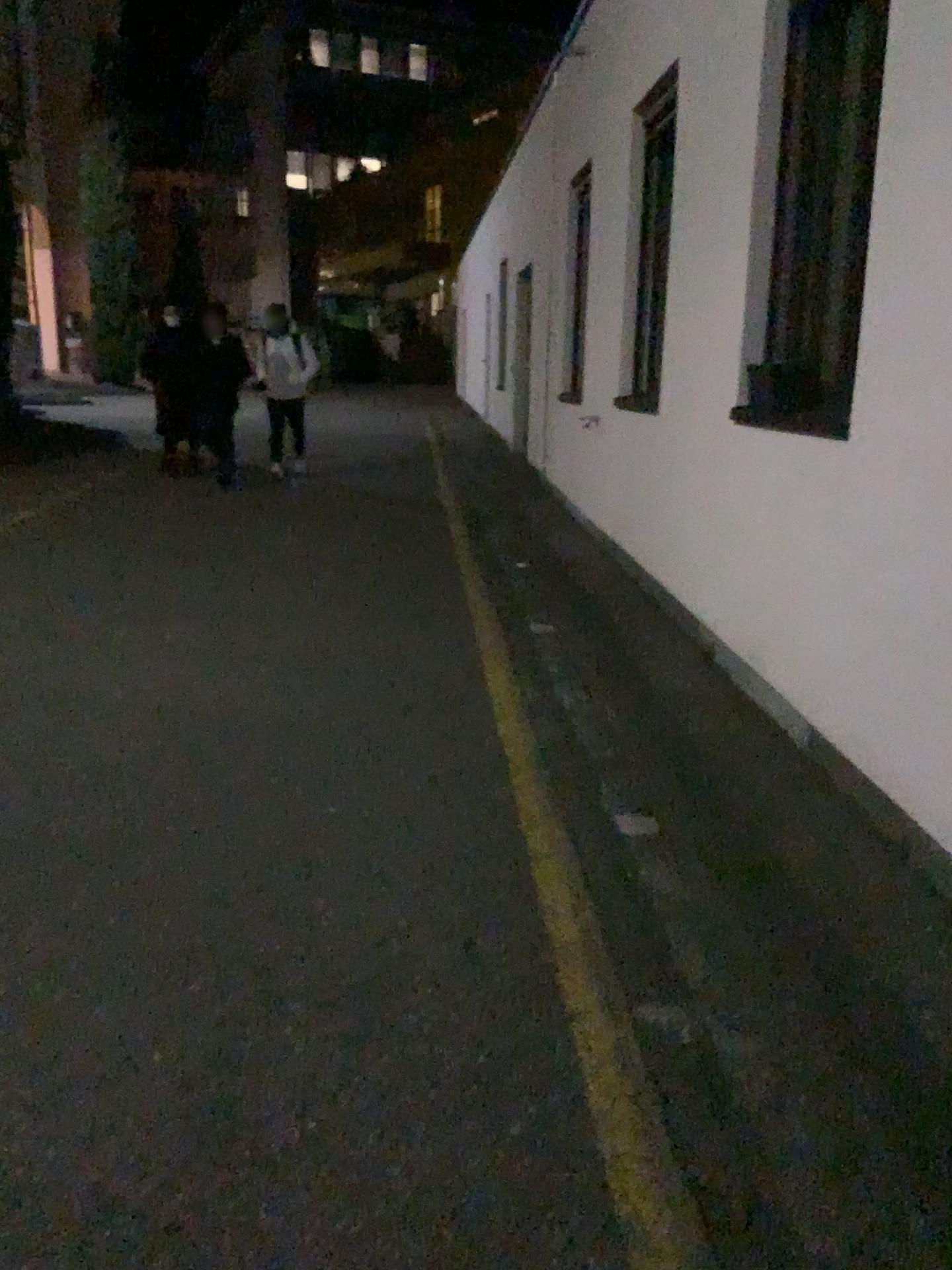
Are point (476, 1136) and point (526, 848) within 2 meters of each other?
yes
